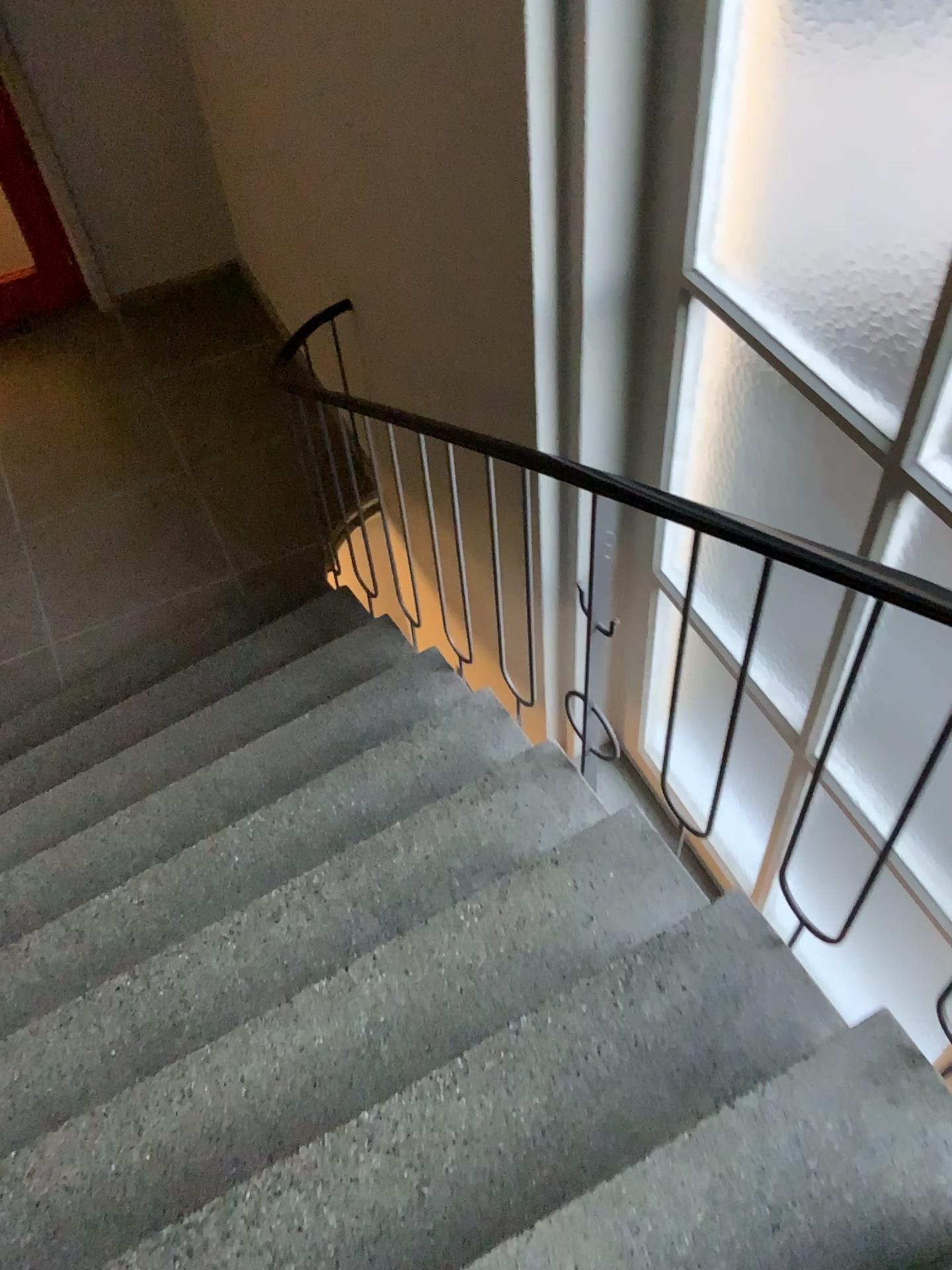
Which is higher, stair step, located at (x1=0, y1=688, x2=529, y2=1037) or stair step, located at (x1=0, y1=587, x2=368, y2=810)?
stair step, located at (x1=0, y1=688, x2=529, y2=1037)

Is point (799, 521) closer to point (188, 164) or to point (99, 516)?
point (99, 516)

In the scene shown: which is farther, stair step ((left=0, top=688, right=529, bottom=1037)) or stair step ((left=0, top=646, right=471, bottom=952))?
stair step ((left=0, top=646, right=471, bottom=952))

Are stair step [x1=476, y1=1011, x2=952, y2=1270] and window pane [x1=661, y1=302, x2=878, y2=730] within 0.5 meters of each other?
no

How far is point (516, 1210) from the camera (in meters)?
1.62

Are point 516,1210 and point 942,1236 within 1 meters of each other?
yes

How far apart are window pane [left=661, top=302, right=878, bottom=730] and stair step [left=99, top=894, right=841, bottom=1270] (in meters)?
0.59

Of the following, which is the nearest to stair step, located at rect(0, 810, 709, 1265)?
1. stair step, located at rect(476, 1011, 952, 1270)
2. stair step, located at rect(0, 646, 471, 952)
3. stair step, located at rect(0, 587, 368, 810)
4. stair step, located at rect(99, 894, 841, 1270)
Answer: stair step, located at rect(99, 894, 841, 1270)

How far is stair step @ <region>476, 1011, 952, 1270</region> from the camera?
1.4m

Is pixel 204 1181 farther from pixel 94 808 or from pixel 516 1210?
pixel 94 808
